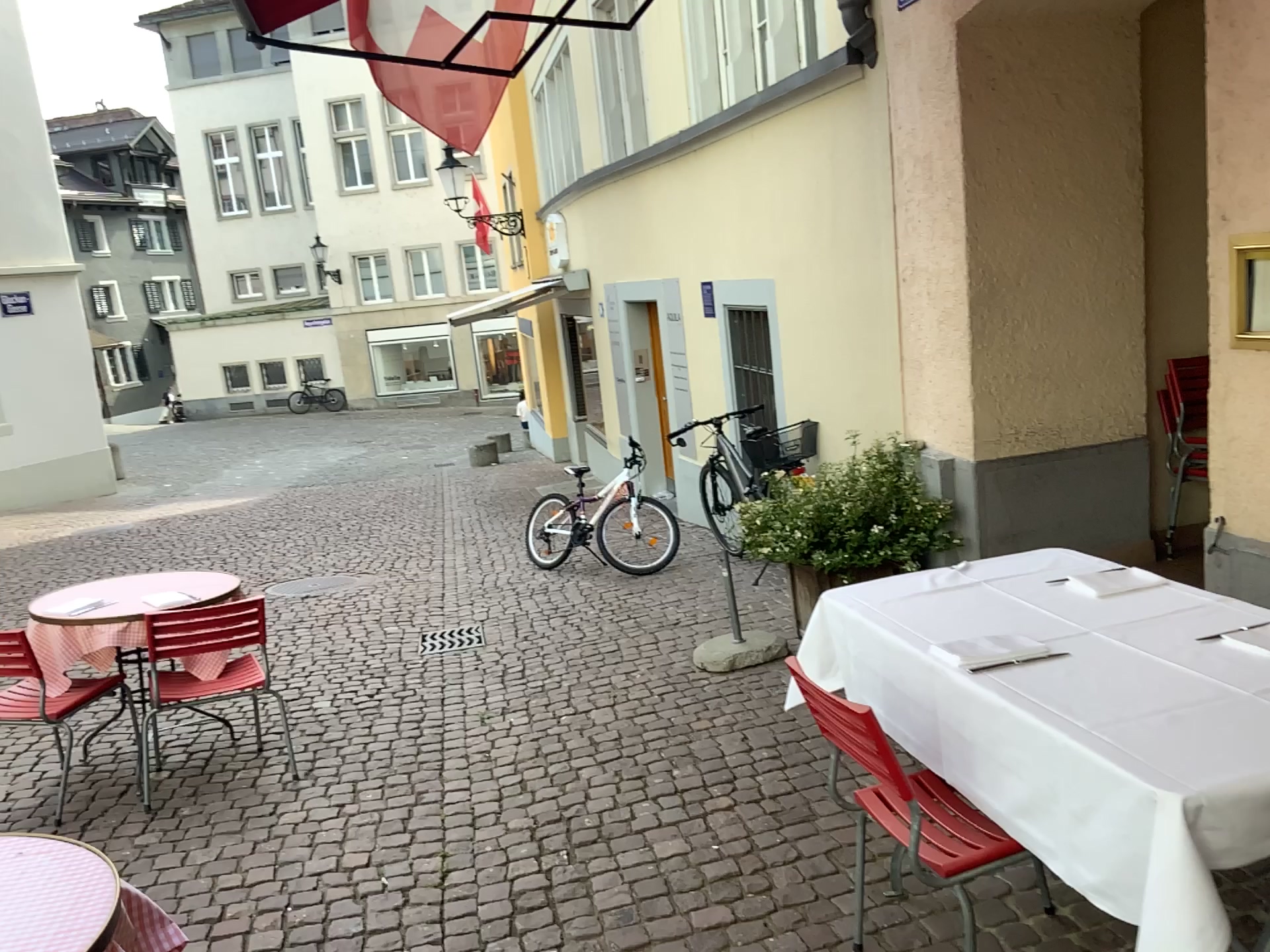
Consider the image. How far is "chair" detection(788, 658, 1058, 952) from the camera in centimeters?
211cm

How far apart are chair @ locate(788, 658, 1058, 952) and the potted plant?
2.59m

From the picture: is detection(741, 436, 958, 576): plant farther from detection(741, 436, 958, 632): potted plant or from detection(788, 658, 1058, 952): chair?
detection(788, 658, 1058, 952): chair

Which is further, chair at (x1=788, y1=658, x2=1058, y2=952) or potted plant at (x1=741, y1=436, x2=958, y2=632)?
potted plant at (x1=741, y1=436, x2=958, y2=632)

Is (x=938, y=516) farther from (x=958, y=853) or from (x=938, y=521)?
(x=958, y=853)

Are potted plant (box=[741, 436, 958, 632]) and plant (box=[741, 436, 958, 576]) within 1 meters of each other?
yes

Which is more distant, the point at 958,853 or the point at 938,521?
the point at 938,521

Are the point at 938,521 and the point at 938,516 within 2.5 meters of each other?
yes

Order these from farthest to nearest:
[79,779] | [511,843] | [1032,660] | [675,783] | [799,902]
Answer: [79,779]
[675,783]
[511,843]
[799,902]
[1032,660]

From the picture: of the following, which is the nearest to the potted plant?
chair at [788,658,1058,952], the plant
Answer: the plant
